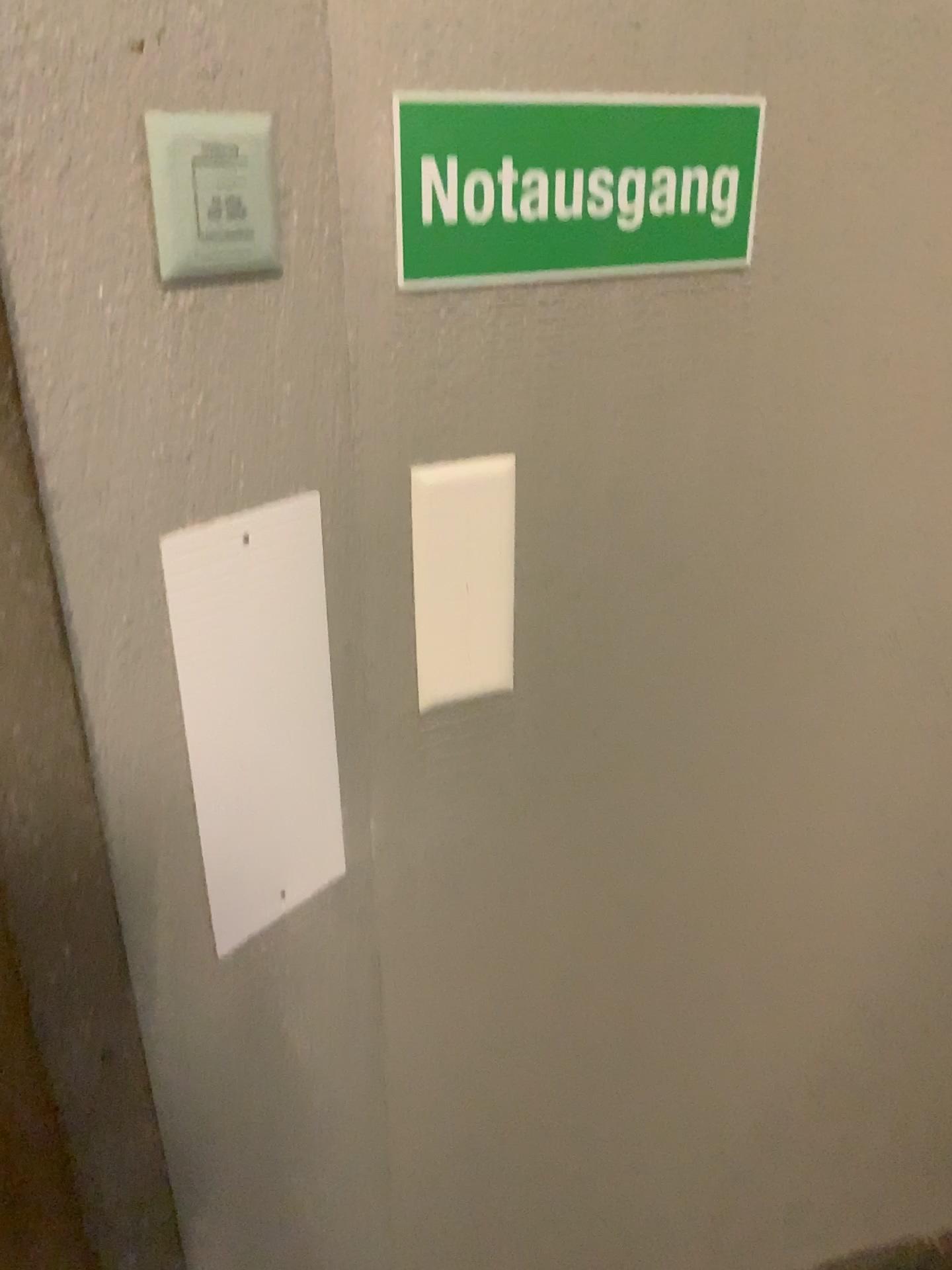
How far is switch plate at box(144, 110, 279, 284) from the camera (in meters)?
0.58

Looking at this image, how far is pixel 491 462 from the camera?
0.81m

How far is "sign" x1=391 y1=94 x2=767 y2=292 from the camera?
0.70m

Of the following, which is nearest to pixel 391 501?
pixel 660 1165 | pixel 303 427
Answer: pixel 303 427

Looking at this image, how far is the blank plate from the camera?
0.69m

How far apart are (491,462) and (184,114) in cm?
33

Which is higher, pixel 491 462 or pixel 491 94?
pixel 491 94

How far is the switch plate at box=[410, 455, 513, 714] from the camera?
0.8m
